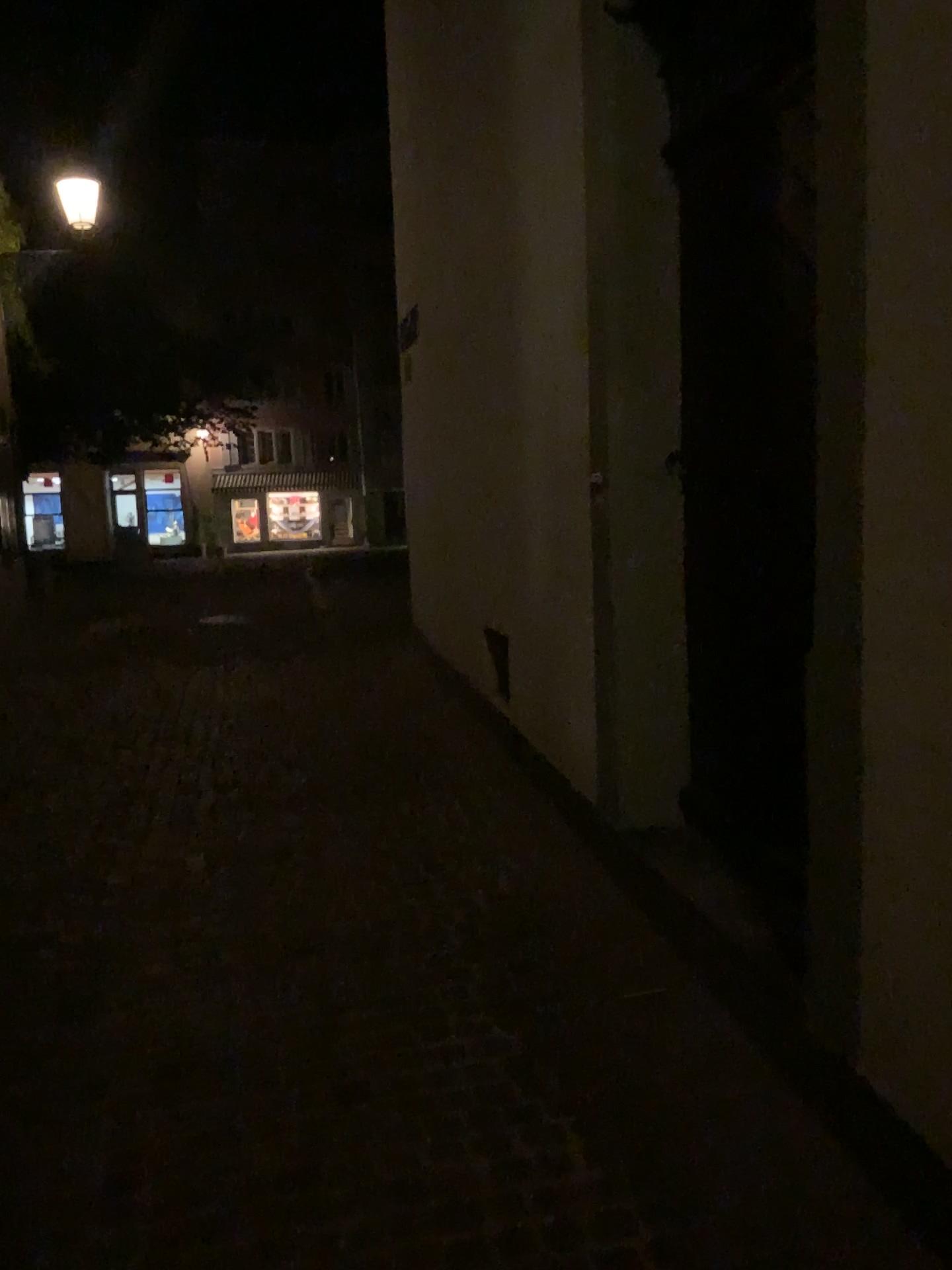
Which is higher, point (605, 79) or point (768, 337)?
point (605, 79)
